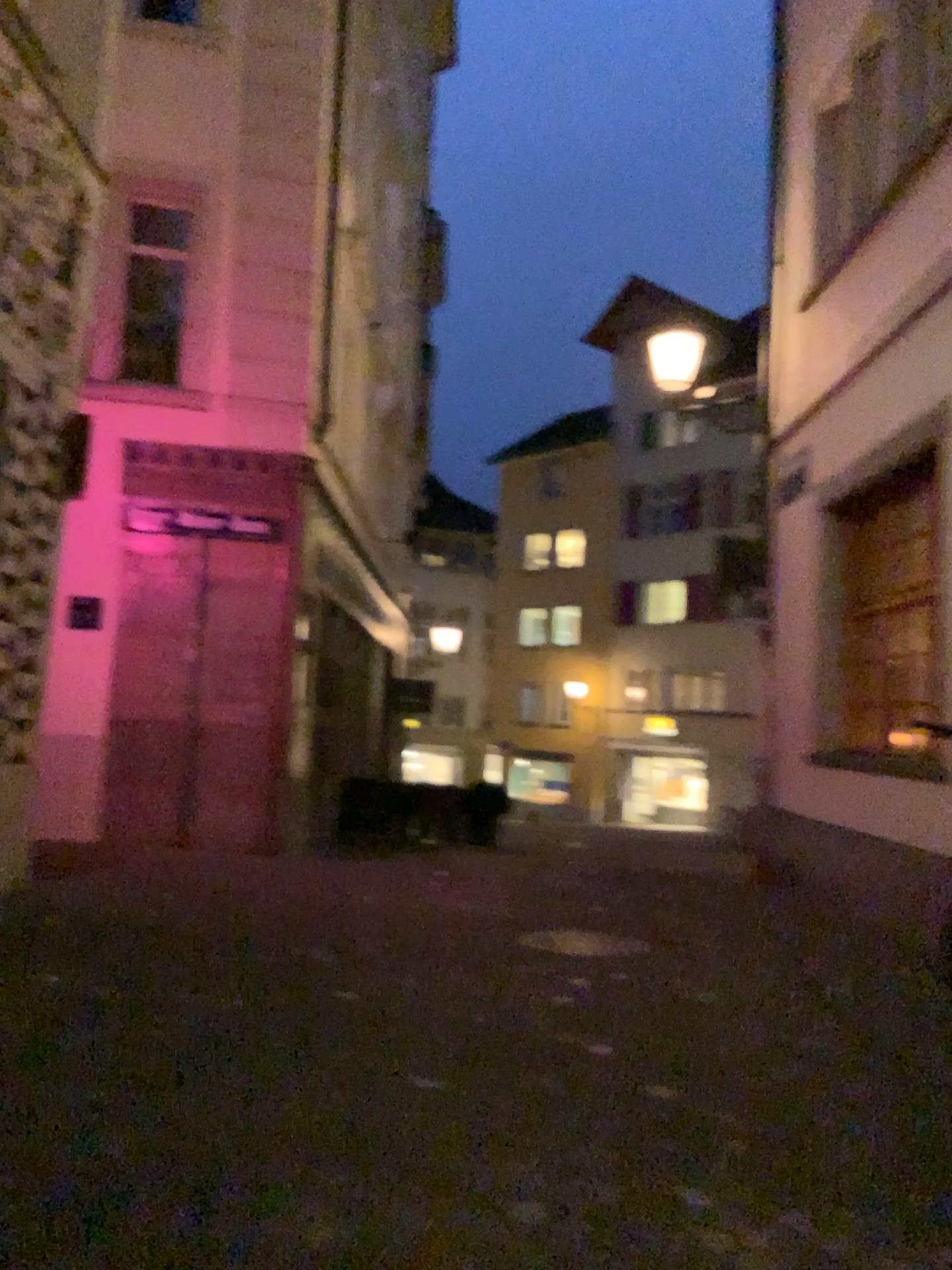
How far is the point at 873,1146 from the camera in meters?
3.0
